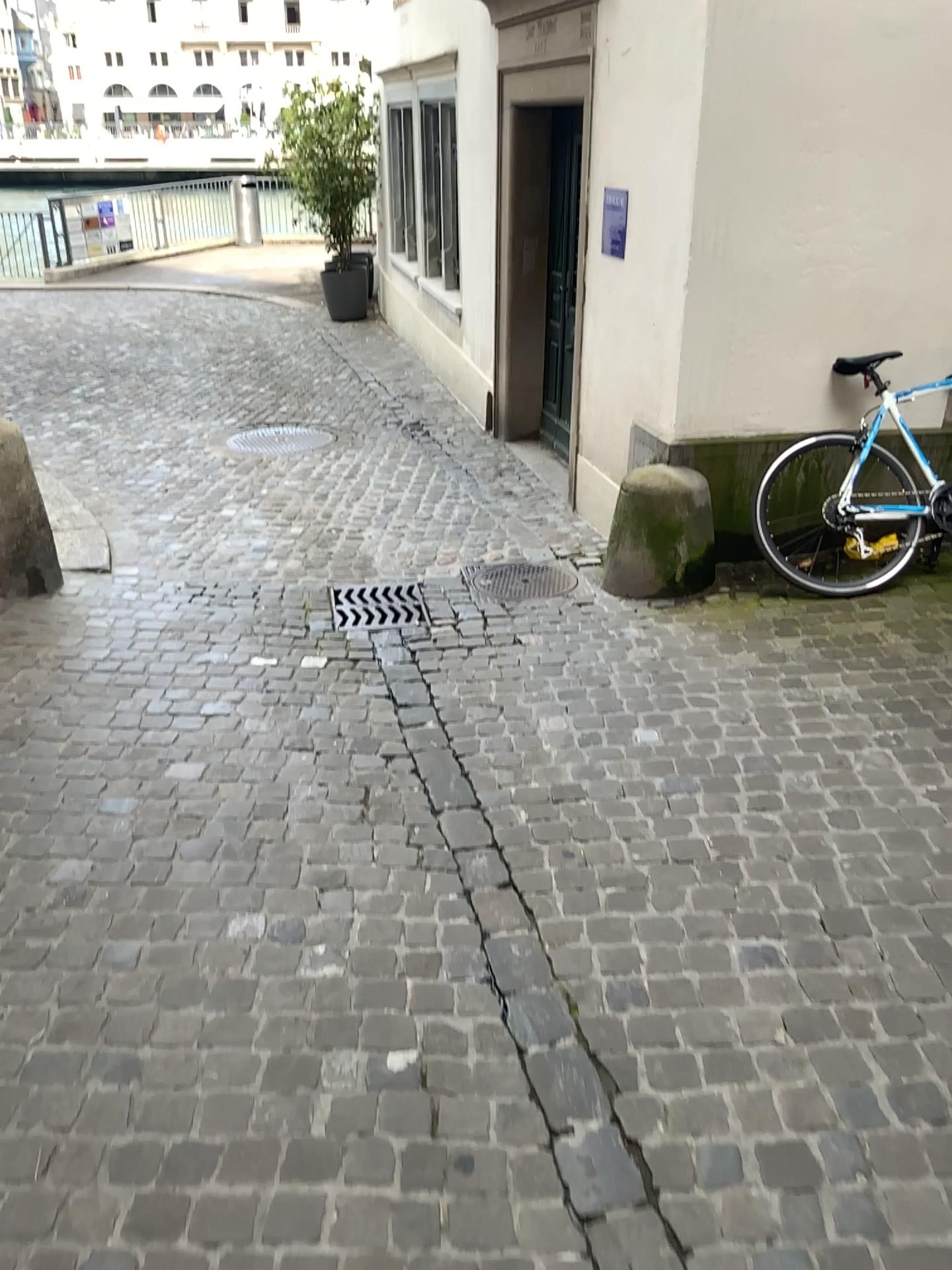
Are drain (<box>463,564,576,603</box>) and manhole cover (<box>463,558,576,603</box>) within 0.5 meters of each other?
yes

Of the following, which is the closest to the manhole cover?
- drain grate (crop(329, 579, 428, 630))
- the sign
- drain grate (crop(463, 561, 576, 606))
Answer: drain grate (crop(463, 561, 576, 606))

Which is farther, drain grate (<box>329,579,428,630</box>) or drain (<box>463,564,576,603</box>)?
drain (<box>463,564,576,603</box>)

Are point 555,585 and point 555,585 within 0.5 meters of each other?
yes

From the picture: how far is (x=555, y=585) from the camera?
4.55m

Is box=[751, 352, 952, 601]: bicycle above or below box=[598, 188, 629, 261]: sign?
below

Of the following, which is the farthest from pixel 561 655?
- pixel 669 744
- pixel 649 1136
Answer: pixel 649 1136

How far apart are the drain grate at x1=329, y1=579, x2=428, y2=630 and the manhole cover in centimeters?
28cm

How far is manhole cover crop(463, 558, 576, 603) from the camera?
4.5m

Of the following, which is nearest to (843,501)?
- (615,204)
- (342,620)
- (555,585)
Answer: (555,585)
